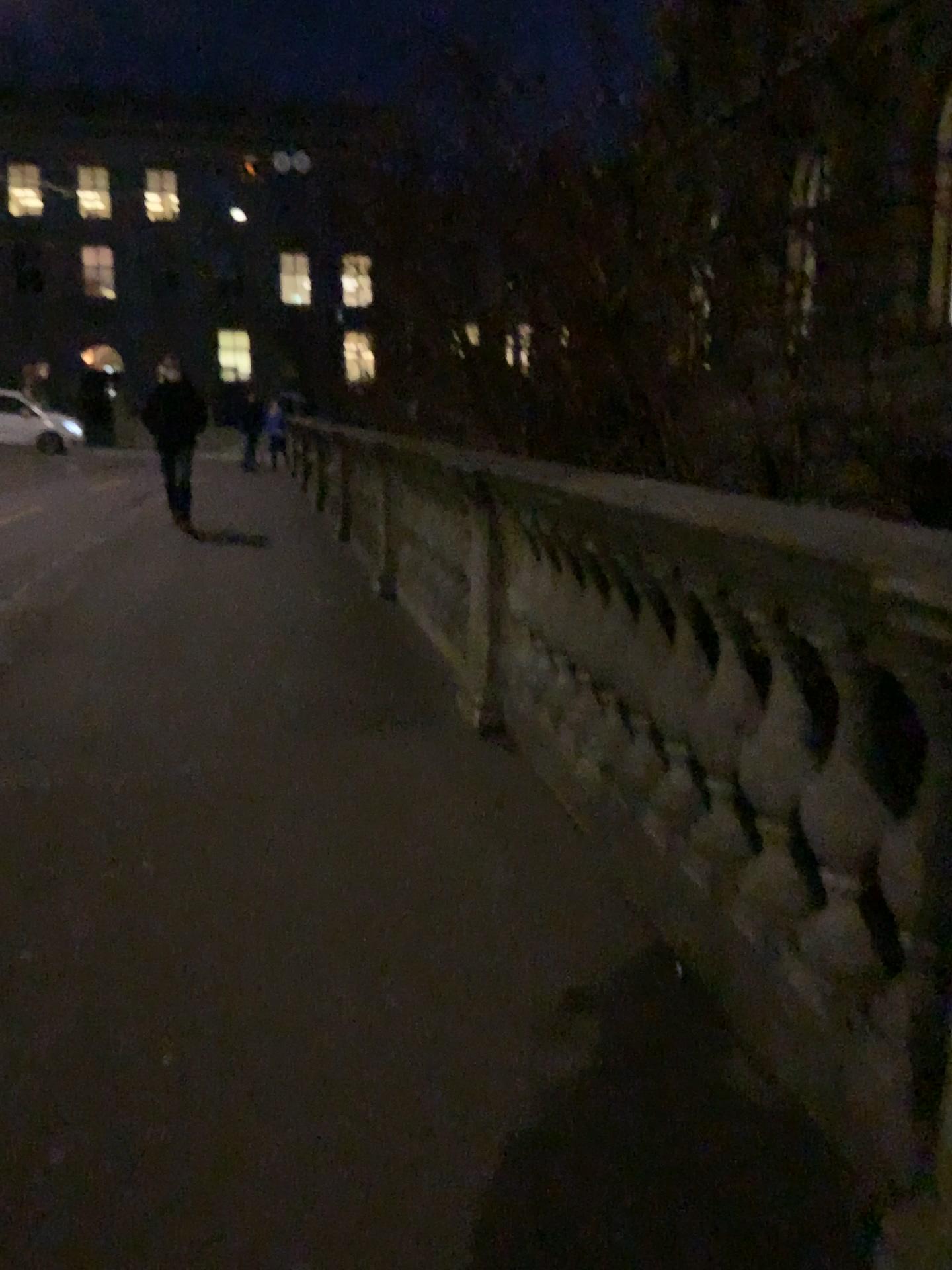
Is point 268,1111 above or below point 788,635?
below
